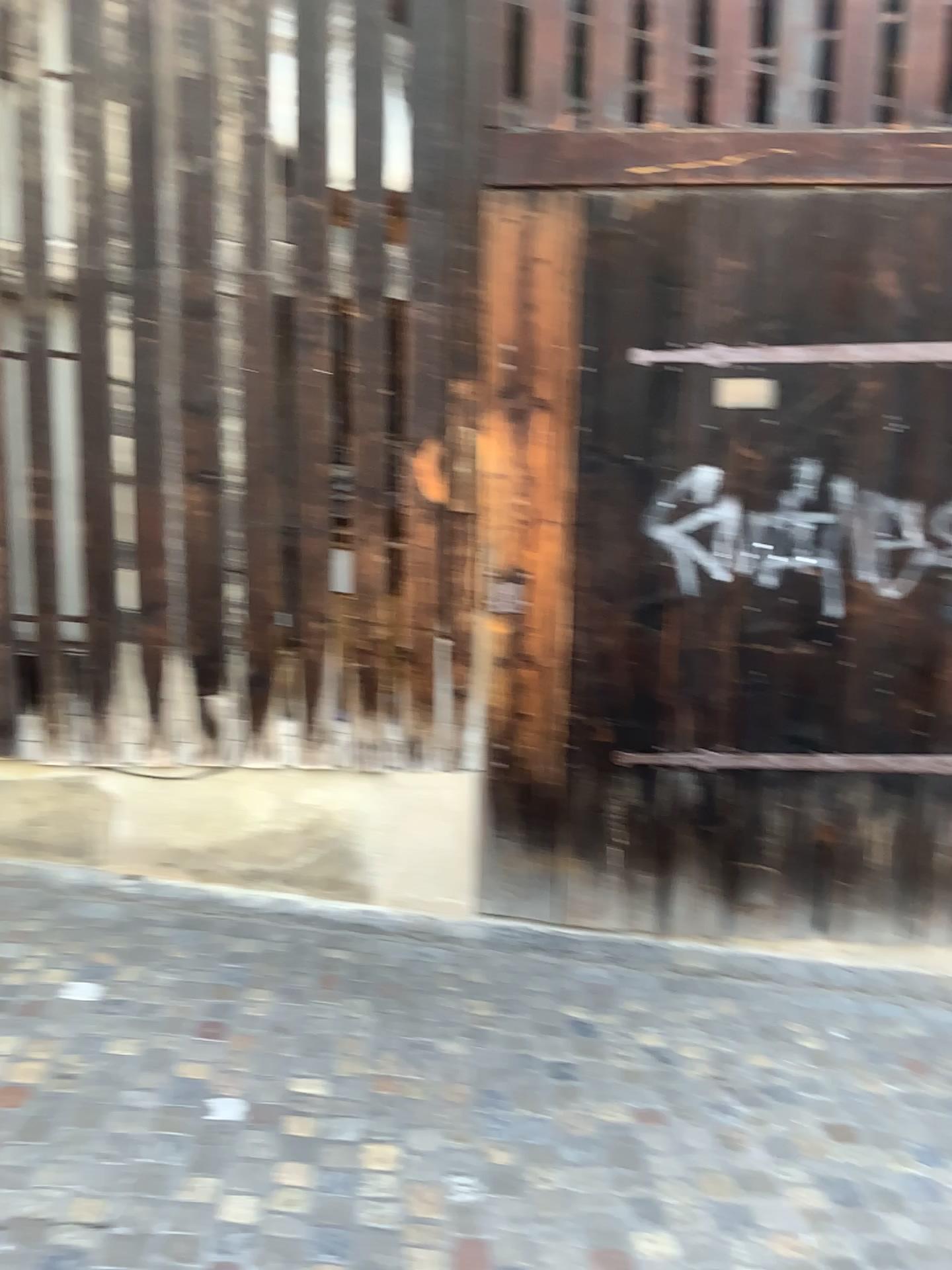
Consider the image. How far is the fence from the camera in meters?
3.5

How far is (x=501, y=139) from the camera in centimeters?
346cm

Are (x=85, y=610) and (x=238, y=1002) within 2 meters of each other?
yes

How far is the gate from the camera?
3.5 meters

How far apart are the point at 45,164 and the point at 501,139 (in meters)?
1.52

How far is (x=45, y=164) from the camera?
3.5 meters
